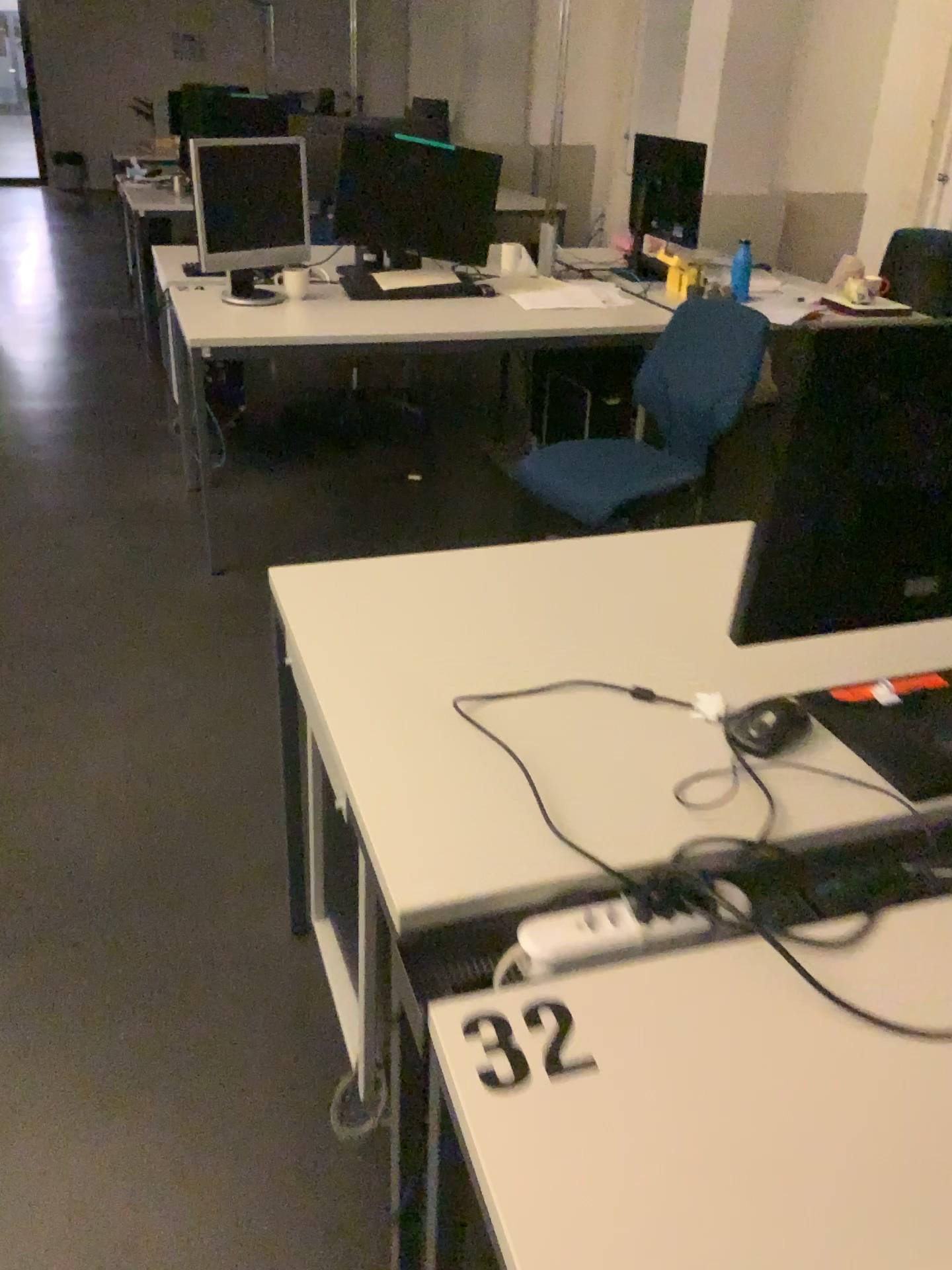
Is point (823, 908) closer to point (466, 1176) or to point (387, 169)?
point (466, 1176)

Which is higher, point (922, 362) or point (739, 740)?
point (922, 362)

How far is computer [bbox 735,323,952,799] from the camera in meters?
1.0 m

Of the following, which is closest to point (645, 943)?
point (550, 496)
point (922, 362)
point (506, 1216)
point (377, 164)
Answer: point (506, 1216)

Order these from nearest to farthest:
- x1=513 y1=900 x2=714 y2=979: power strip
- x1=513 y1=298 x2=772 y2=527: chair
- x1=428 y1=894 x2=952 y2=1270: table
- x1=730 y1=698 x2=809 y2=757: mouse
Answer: x1=428 y1=894 x2=952 y2=1270: table
x1=513 y1=900 x2=714 y2=979: power strip
x1=730 y1=698 x2=809 y2=757: mouse
x1=513 y1=298 x2=772 y2=527: chair

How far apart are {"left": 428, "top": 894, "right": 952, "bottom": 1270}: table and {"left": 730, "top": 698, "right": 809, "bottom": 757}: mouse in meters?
0.3 m

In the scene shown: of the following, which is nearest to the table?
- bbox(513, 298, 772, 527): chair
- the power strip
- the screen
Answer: the power strip

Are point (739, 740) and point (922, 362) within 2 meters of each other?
yes

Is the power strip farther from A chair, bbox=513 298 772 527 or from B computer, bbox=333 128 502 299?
B computer, bbox=333 128 502 299

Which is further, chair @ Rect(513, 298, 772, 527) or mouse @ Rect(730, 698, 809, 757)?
chair @ Rect(513, 298, 772, 527)
